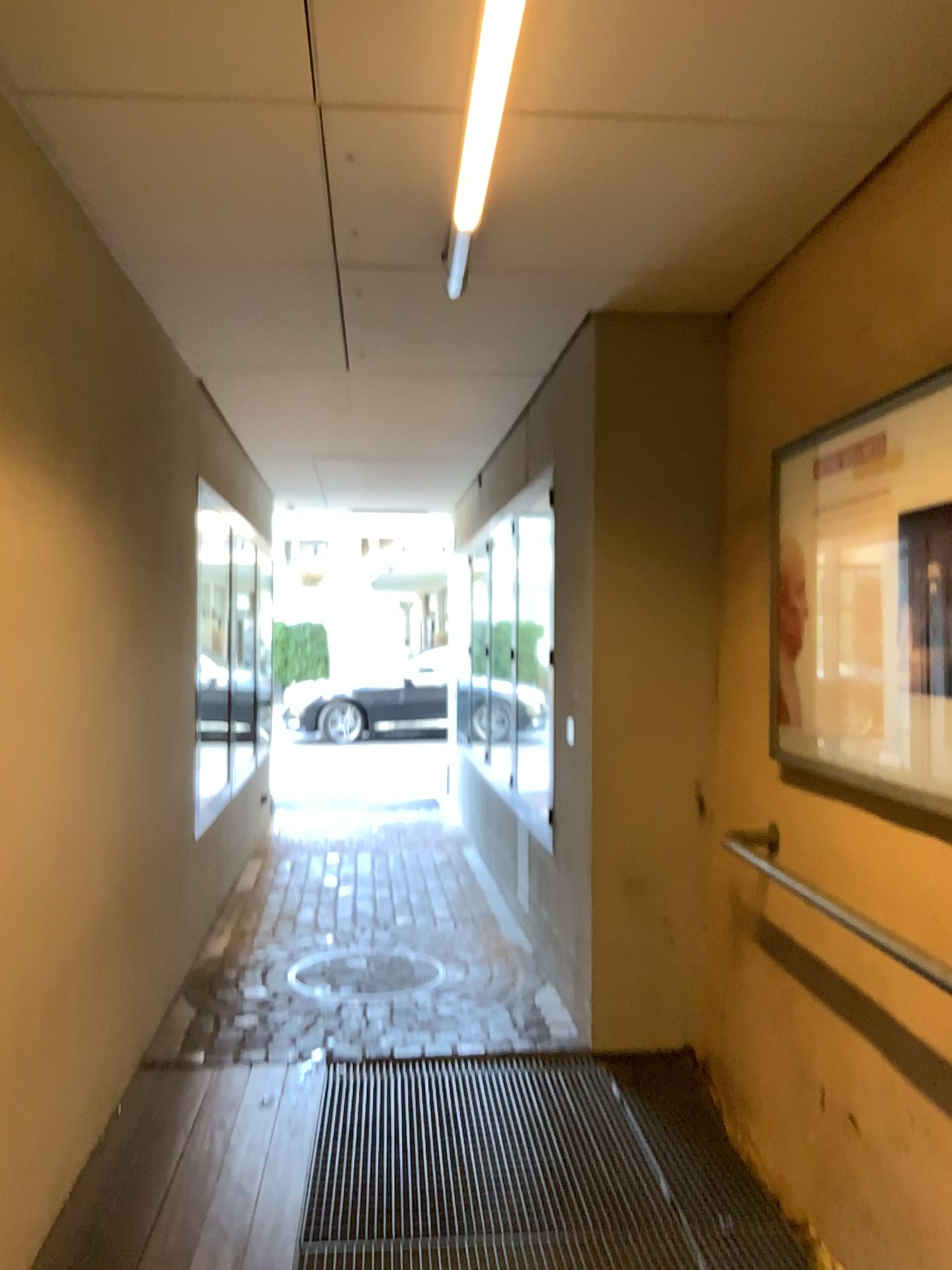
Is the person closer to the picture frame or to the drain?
the picture frame

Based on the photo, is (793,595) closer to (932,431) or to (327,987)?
(932,431)

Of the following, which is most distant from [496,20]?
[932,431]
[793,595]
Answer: [793,595]

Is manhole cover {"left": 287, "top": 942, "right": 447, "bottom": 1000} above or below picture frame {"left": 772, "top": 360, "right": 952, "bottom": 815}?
below

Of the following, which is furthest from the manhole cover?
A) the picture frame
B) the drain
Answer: the picture frame

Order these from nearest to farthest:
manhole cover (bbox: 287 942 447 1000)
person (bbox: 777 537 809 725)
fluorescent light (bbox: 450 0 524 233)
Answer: fluorescent light (bbox: 450 0 524 233) → person (bbox: 777 537 809 725) → manhole cover (bbox: 287 942 447 1000)

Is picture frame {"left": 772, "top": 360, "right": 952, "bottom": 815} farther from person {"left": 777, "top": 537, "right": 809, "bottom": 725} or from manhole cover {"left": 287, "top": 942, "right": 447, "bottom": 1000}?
manhole cover {"left": 287, "top": 942, "right": 447, "bottom": 1000}

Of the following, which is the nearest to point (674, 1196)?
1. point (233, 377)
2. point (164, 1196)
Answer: point (164, 1196)

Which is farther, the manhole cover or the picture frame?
the manhole cover

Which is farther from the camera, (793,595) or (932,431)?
(793,595)
